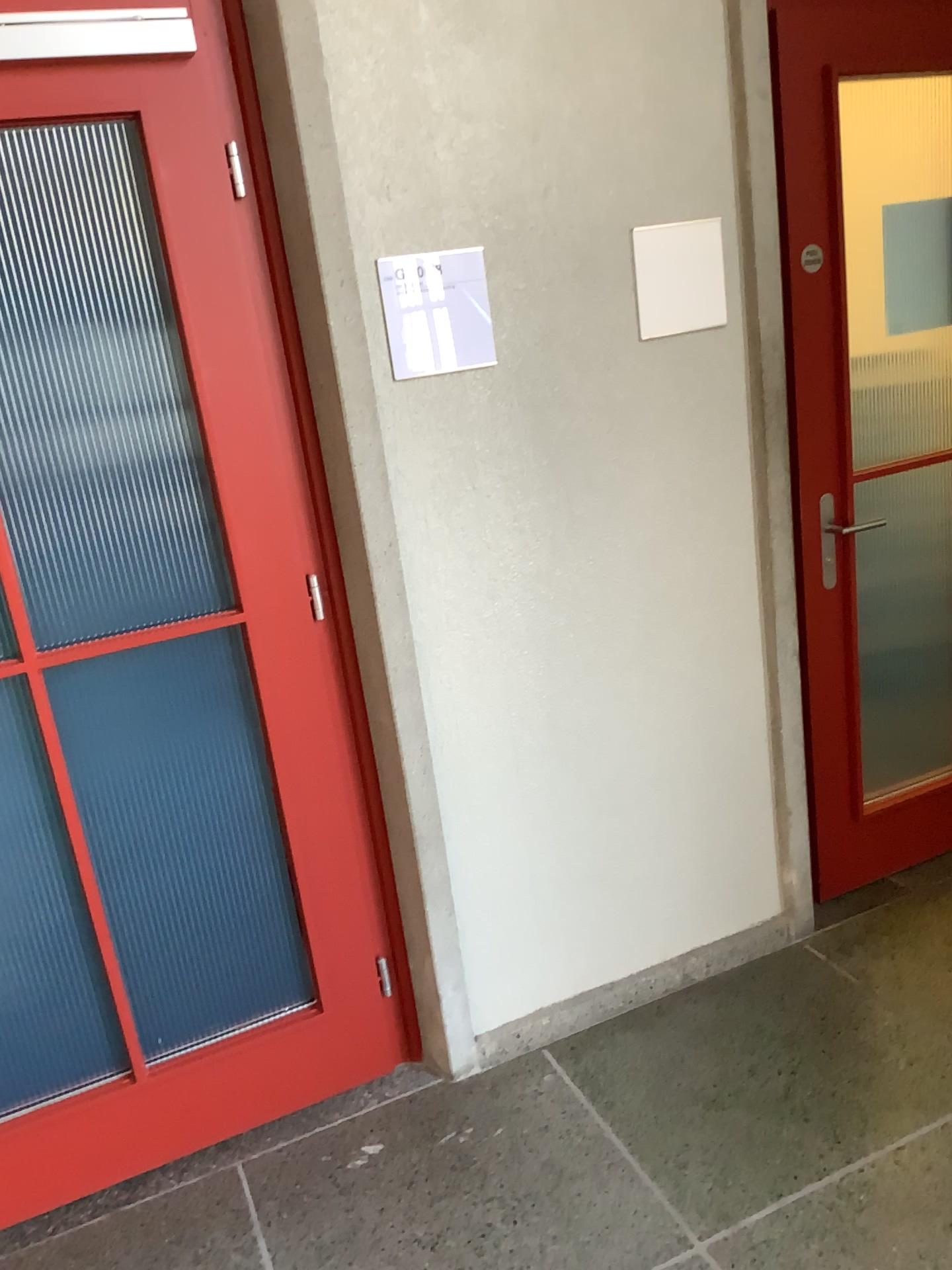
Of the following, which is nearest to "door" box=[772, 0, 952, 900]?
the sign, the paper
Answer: the paper

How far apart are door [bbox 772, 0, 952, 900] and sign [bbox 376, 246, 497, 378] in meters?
0.8

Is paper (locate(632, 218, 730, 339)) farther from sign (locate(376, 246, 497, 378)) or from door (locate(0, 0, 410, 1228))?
door (locate(0, 0, 410, 1228))

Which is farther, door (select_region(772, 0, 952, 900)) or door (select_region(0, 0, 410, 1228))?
door (select_region(772, 0, 952, 900))

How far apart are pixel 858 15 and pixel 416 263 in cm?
120

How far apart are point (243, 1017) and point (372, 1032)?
0.30m

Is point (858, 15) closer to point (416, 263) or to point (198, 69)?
point (416, 263)

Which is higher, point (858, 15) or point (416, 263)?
point (858, 15)

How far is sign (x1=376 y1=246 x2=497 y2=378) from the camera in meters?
2.0 m
